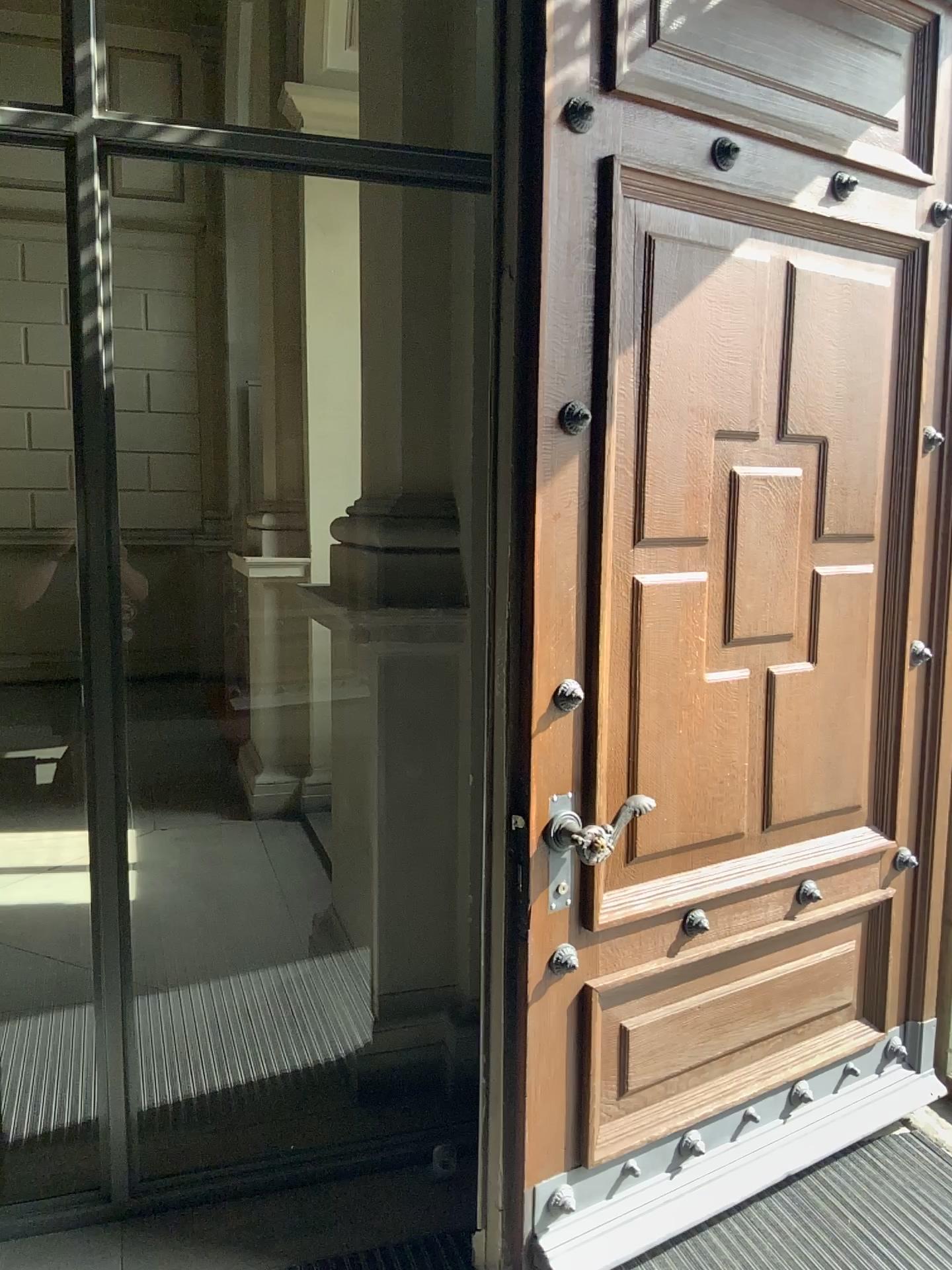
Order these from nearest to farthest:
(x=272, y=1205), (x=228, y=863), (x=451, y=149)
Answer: (x=272, y=1205) < (x=451, y=149) < (x=228, y=863)

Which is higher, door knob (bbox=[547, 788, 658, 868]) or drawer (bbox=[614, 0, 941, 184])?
drawer (bbox=[614, 0, 941, 184])

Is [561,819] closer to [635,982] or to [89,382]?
[635,982]

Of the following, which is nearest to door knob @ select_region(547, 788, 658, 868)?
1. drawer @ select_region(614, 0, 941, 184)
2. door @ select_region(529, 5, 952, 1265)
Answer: door @ select_region(529, 5, 952, 1265)

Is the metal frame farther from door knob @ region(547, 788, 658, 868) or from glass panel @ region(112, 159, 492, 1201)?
door knob @ region(547, 788, 658, 868)

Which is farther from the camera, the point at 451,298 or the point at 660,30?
the point at 451,298

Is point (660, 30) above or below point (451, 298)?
above

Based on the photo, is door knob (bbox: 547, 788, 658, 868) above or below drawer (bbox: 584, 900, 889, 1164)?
above

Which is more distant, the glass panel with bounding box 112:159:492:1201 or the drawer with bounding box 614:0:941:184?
the glass panel with bounding box 112:159:492:1201

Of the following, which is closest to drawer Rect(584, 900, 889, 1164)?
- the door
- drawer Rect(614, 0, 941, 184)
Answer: the door
